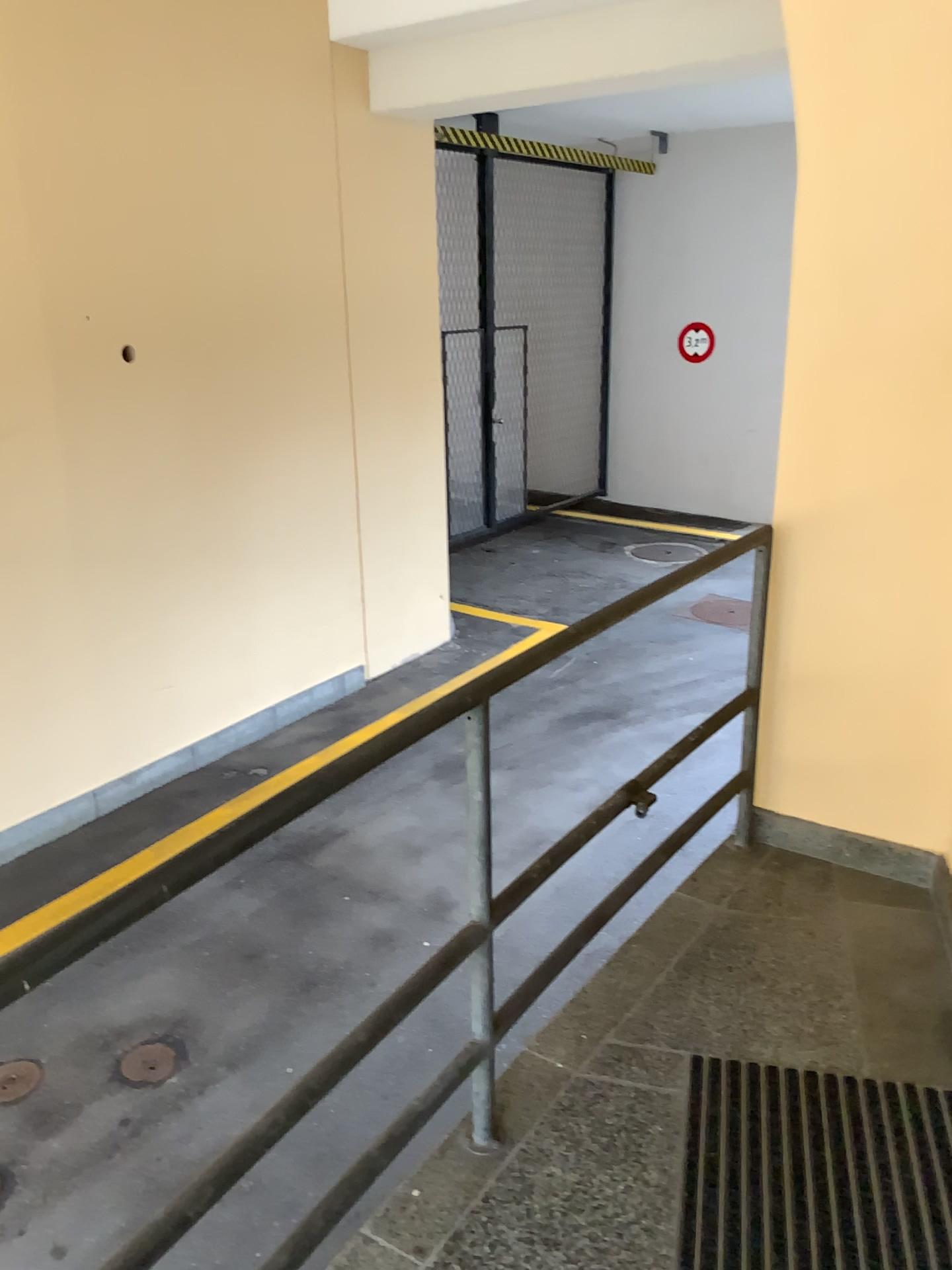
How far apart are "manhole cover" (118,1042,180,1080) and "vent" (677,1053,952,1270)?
2.06m

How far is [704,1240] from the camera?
1.8 meters

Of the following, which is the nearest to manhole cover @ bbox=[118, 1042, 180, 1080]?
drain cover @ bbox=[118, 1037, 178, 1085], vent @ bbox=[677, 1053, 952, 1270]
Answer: drain cover @ bbox=[118, 1037, 178, 1085]

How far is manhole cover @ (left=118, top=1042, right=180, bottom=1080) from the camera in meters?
3.5 m

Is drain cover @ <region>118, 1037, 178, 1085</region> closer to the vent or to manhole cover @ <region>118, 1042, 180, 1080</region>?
manhole cover @ <region>118, 1042, 180, 1080</region>

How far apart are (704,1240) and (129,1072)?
2.3m

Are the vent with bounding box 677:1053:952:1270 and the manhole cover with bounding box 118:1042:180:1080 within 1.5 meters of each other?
no

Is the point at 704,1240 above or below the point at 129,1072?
above

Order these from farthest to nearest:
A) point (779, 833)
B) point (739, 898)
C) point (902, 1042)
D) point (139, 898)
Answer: point (779, 833) < point (739, 898) < point (902, 1042) < point (139, 898)

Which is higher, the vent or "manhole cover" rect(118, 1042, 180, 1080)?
the vent
